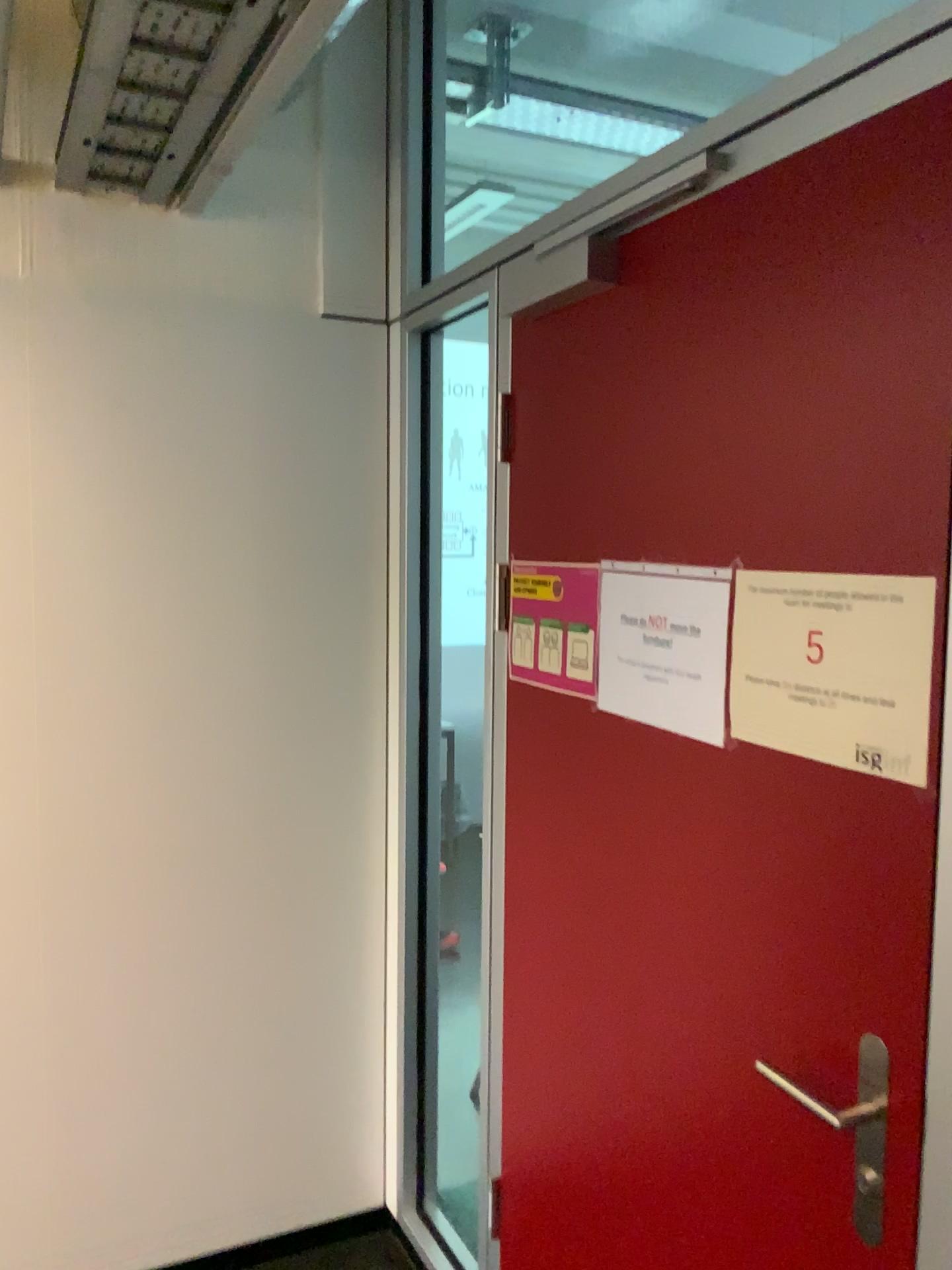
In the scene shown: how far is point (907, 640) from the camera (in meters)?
1.07

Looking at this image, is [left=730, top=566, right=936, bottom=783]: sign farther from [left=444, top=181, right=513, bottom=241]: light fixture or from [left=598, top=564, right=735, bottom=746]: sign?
[left=444, top=181, right=513, bottom=241]: light fixture

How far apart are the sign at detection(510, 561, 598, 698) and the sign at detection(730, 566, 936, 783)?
0.4 meters

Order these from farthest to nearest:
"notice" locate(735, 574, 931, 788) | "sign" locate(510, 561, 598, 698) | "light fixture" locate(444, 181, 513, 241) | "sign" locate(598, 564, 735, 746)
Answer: "light fixture" locate(444, 181, 513, 241), "sign" locate(510, 561, 598, 698), "sign" locate(598, 564, 735, 746), "notice" locate(735, 574, 931, 788)

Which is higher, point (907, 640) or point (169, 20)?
point (169, 20)

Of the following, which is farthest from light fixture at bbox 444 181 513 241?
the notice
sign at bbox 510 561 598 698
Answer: the notice

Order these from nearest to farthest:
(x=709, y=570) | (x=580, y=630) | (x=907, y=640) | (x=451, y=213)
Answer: (x=907, y=640)
(x=709, y=570)
(x=580, y=630)
(x=451, y=213)

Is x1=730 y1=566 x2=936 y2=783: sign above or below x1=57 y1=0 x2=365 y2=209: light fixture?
below

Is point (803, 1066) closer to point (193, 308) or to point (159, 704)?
point (159, 704)

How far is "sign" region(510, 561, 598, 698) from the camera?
1.7 meters
